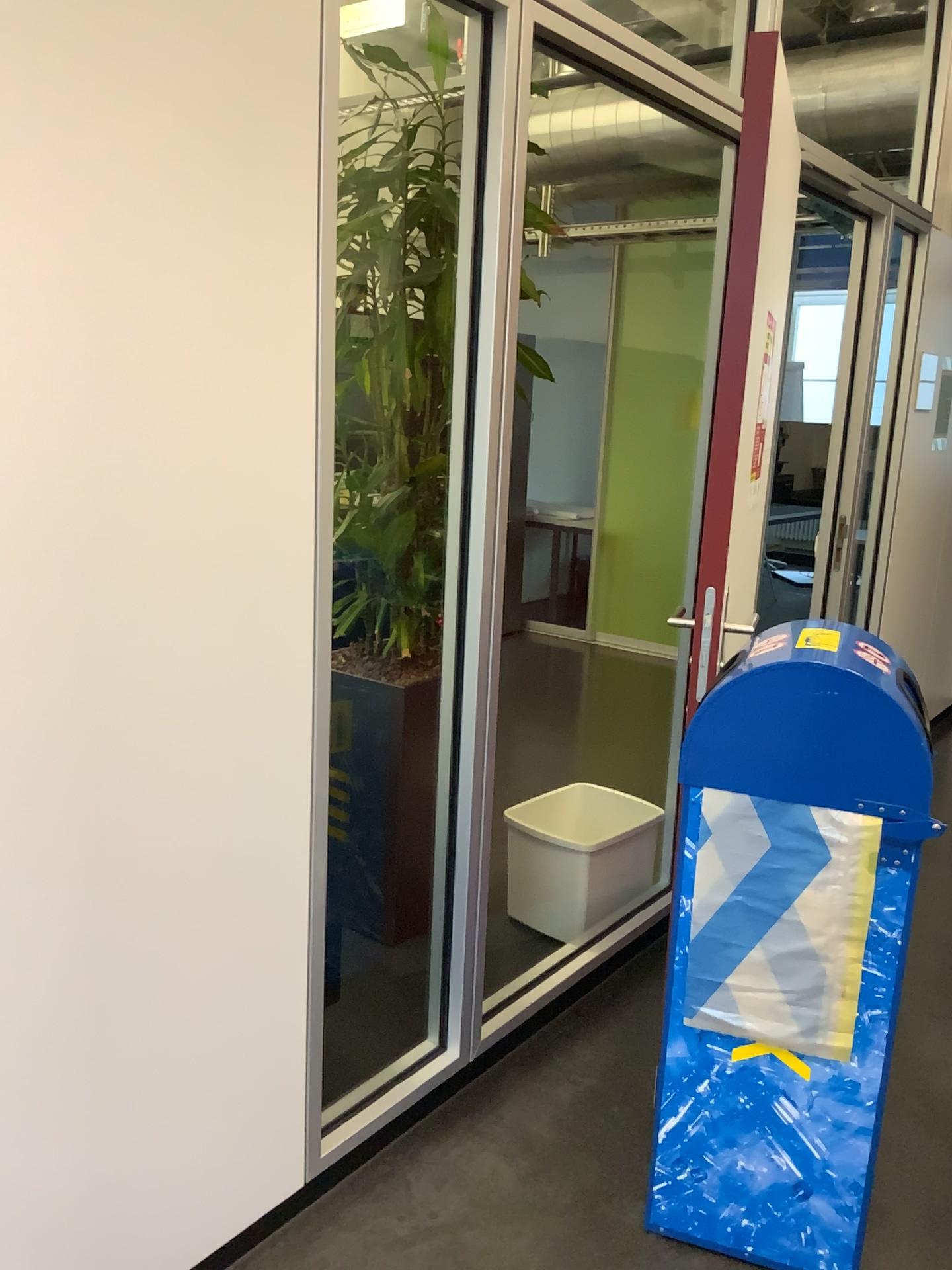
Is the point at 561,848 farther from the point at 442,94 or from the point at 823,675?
the point at 442,94

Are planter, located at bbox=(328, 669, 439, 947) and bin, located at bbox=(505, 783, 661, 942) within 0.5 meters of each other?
yes

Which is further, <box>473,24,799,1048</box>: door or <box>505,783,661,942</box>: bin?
<box>505,783,661,942</box>: bin

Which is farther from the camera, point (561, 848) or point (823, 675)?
point (561, 848)

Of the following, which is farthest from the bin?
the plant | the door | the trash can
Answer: the trash can

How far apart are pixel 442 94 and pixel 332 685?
1.4m

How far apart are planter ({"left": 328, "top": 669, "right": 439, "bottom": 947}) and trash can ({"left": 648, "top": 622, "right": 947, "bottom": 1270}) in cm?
101

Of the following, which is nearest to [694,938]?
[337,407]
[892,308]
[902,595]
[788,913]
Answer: [788,913]

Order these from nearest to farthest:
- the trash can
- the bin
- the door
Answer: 1. the trash can
2. the door
3. the bin

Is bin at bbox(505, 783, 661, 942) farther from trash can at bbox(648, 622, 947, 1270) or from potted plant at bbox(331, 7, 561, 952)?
trash can at bbox(648, 622, 947, 1270)
